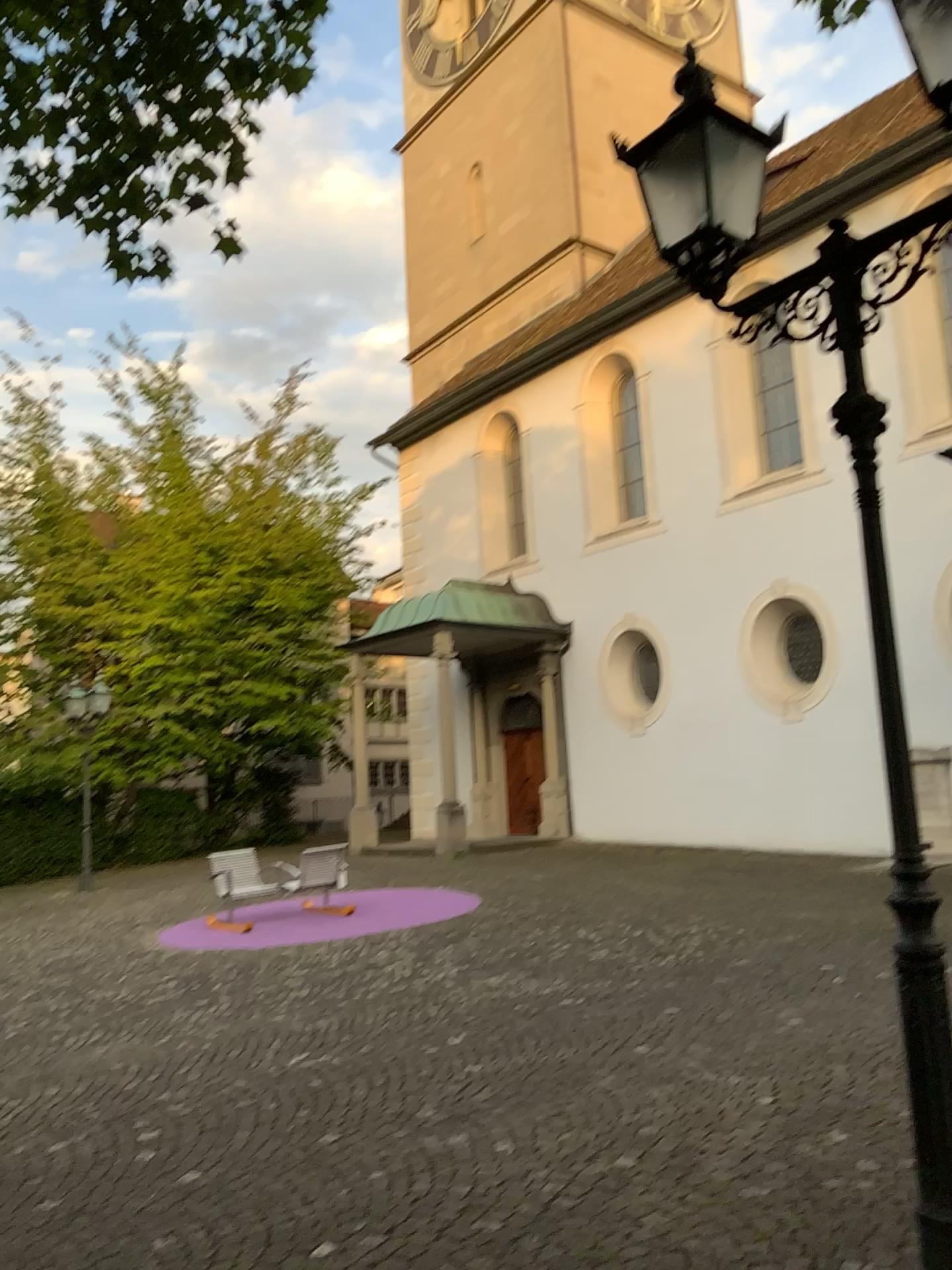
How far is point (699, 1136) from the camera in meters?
4.6
